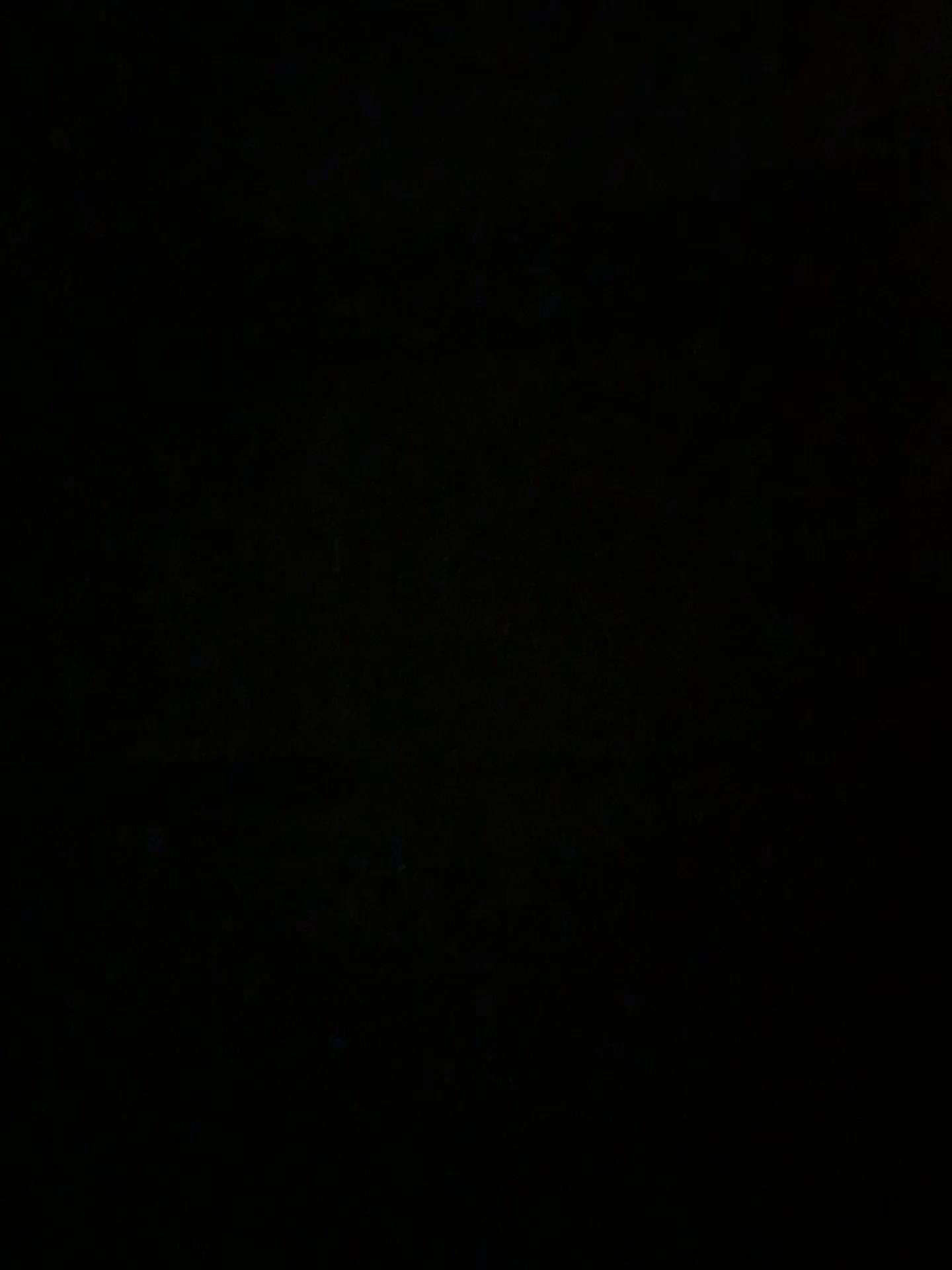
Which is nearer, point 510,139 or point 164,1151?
point 510,139
